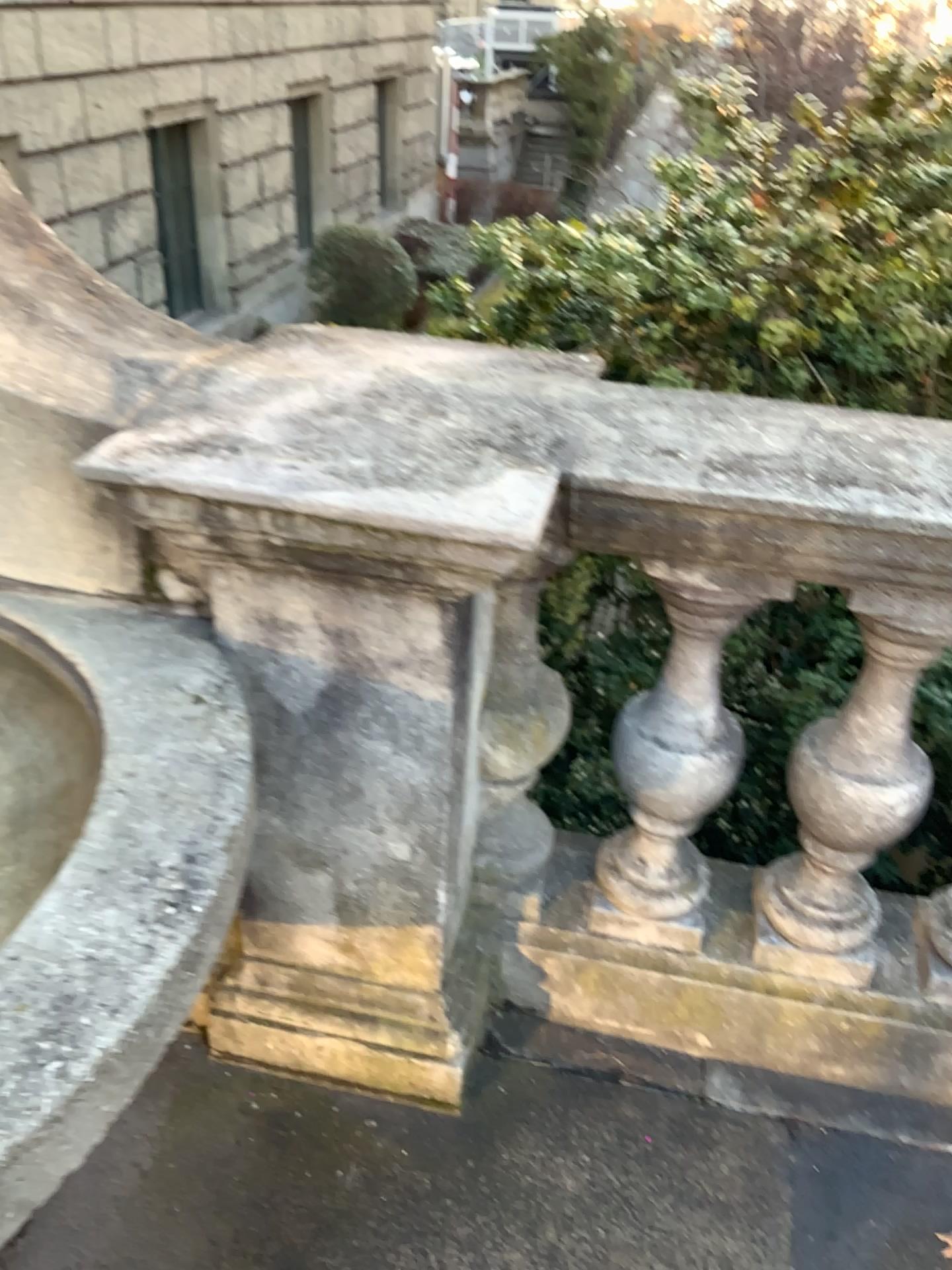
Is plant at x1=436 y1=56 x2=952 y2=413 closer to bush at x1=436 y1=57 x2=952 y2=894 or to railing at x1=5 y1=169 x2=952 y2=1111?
bush at x1=436 y1=57 x2=952 y2=894

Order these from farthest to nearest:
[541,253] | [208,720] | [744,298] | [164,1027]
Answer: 1. [541,253]
2. [744,298]
3. [208,720]
4. [164,1027]

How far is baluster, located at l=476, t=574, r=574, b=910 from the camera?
1.55m

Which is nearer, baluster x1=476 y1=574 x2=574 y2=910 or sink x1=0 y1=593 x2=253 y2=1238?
sink x1=0 y1=593 x2=253 y2=1238

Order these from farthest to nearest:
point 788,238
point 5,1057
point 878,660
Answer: point 788,238
point 878,660
point 5,1057

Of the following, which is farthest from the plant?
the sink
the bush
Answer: the sink

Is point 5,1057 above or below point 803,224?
below

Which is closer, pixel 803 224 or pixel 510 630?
pixel 510 630

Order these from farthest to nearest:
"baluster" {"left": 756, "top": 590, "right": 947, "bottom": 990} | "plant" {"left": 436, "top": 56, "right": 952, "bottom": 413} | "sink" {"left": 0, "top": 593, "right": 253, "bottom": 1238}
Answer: "plant" {"left": 436, "top": 56, "right": 952, "bottom": 413}, "baluster" {"left": 756, "top": 590, "right": 947, "bottom": 990}, "sink" {"left": 0, "top": 593, "right": 253, "bottom": 1238}

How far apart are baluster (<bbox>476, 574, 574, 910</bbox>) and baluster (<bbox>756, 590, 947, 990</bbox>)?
0.4m
